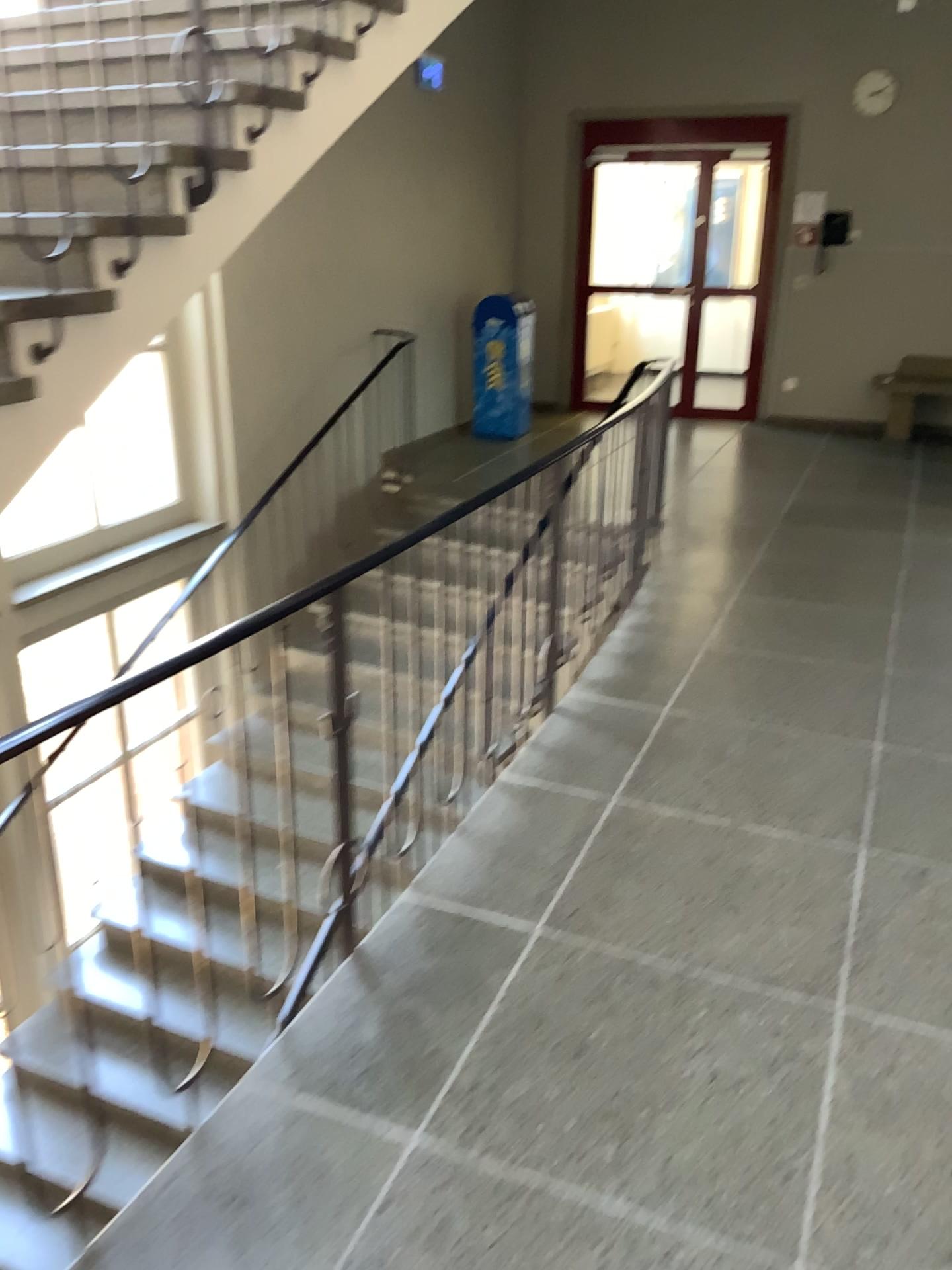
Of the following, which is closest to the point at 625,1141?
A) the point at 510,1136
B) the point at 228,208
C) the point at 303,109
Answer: the point at 510,1136
